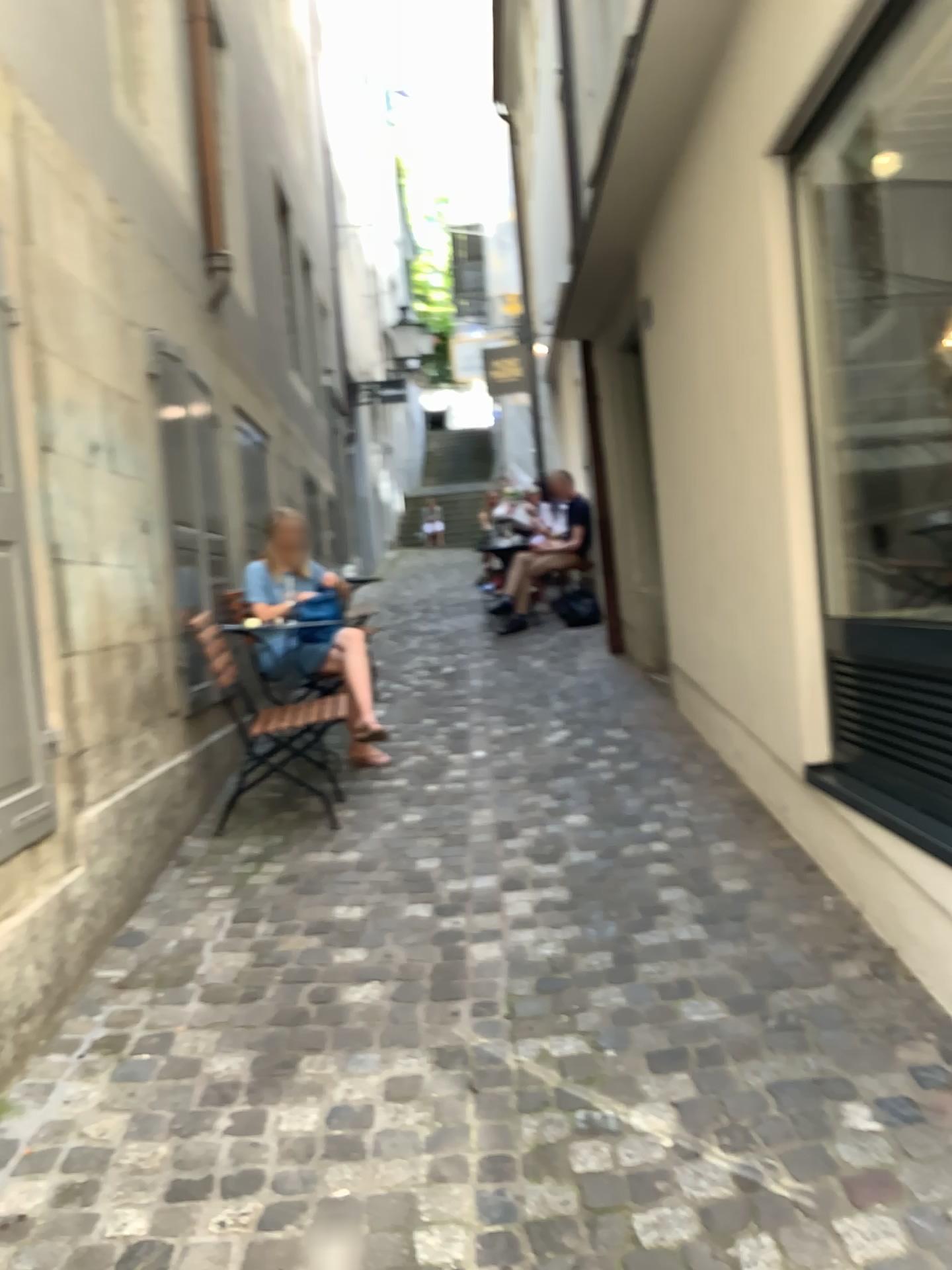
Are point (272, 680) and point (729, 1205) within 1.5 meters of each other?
no
